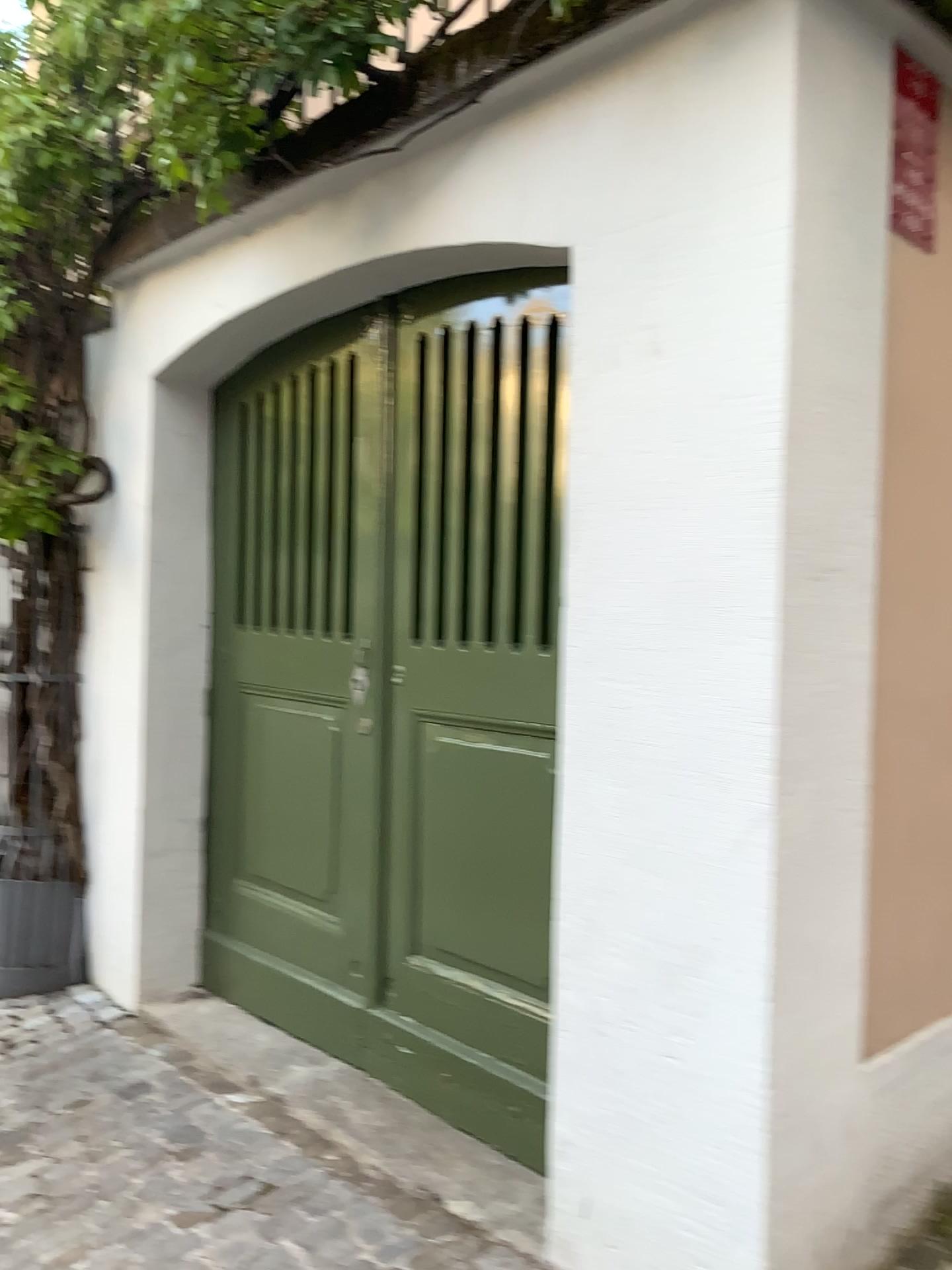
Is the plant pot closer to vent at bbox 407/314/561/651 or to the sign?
vent at bbox 407/314/561/651

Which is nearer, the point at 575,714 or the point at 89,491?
the point at 575,714

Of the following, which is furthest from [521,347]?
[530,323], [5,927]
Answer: [5,927]

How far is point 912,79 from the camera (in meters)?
1.75

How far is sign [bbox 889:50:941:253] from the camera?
1.7 meters

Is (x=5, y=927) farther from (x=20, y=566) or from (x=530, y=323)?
(x=530, y=323)

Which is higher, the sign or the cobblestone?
the sign

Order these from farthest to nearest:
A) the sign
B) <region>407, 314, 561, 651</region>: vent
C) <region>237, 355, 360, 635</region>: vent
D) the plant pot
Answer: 1. the plant pot
2. <region>237, 355, 360, 635</region>: vent
3. <region>407, 314, 561, 651</region>: vent
4. the sign

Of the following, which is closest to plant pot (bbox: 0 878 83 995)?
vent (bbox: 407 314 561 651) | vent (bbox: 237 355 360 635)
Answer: vent (bbox: 237 355 360 635)

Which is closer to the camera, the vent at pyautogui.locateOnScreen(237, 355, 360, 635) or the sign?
the sign
